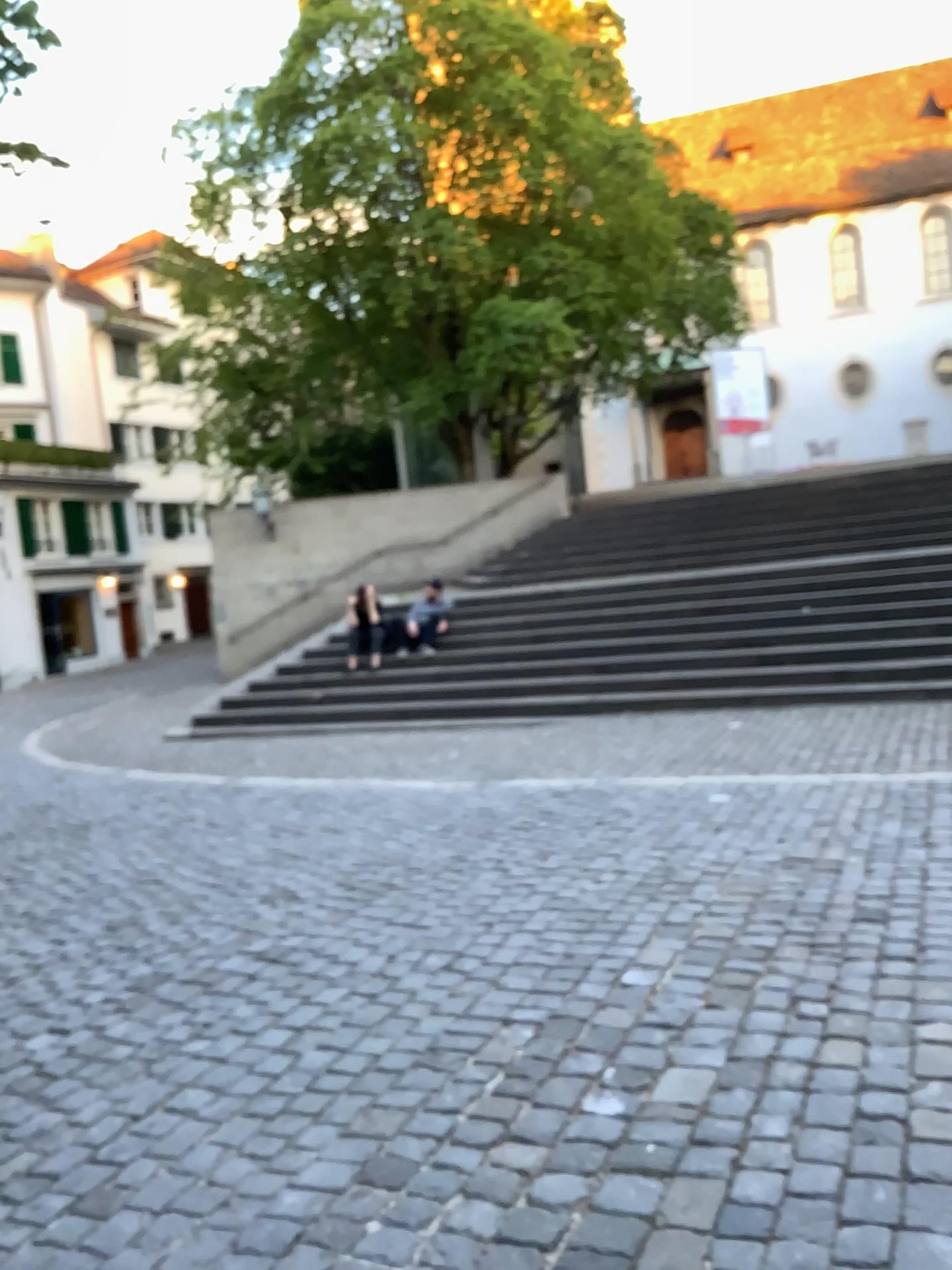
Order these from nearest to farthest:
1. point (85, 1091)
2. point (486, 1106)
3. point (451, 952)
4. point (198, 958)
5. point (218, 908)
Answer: point (486, 1106) < point (85, 1091) < point (451, 952) < point (198, 958) < point (218, 908)
